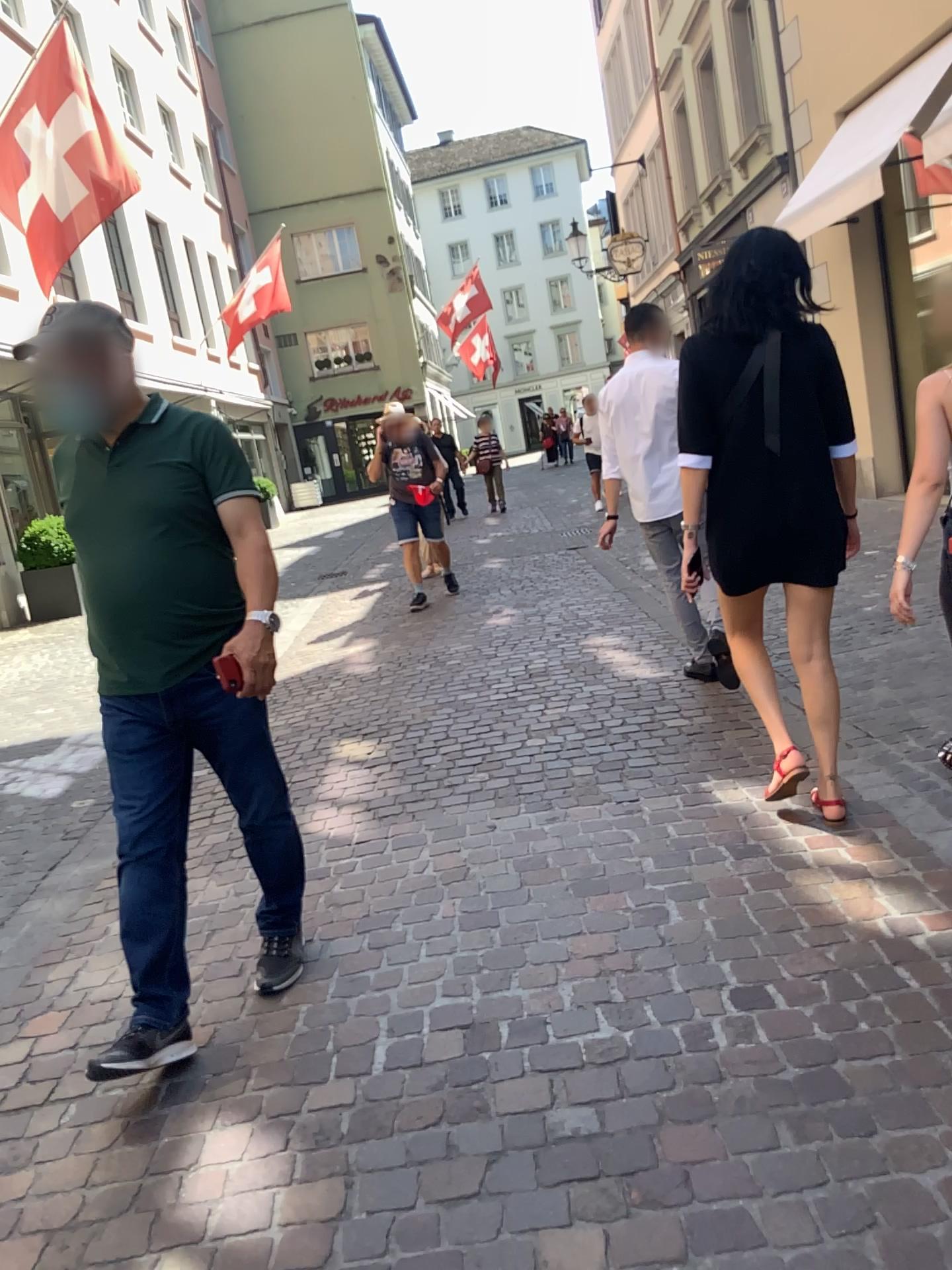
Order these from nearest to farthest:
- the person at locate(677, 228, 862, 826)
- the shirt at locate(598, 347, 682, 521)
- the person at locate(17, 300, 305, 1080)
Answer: the person at locate(17, 300, 305, 1080), the person at locate(677, 228, 862, 826), the shirt at locate(598, 347, 682, 521)

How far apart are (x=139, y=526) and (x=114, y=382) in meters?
0.3 m

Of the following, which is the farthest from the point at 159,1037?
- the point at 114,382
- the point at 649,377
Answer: the point at 649,377

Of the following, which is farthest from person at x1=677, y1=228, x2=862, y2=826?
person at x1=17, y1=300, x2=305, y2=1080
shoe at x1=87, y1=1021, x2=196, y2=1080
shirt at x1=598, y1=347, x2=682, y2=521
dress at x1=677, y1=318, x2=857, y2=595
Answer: shoe at x1=87, y1=1021, x2=196, y2=1080

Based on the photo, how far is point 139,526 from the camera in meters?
2.3 m

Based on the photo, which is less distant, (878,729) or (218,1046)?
(218,1046)

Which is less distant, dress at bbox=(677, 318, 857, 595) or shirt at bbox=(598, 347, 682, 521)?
dress at bbox=(677, 318, 857, 595)

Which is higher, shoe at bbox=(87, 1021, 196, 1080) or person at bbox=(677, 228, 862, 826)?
person at bbox=(677, 228, 862, 826)

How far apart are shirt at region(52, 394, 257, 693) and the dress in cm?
132

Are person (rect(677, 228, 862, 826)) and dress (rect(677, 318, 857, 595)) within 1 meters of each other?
yes
